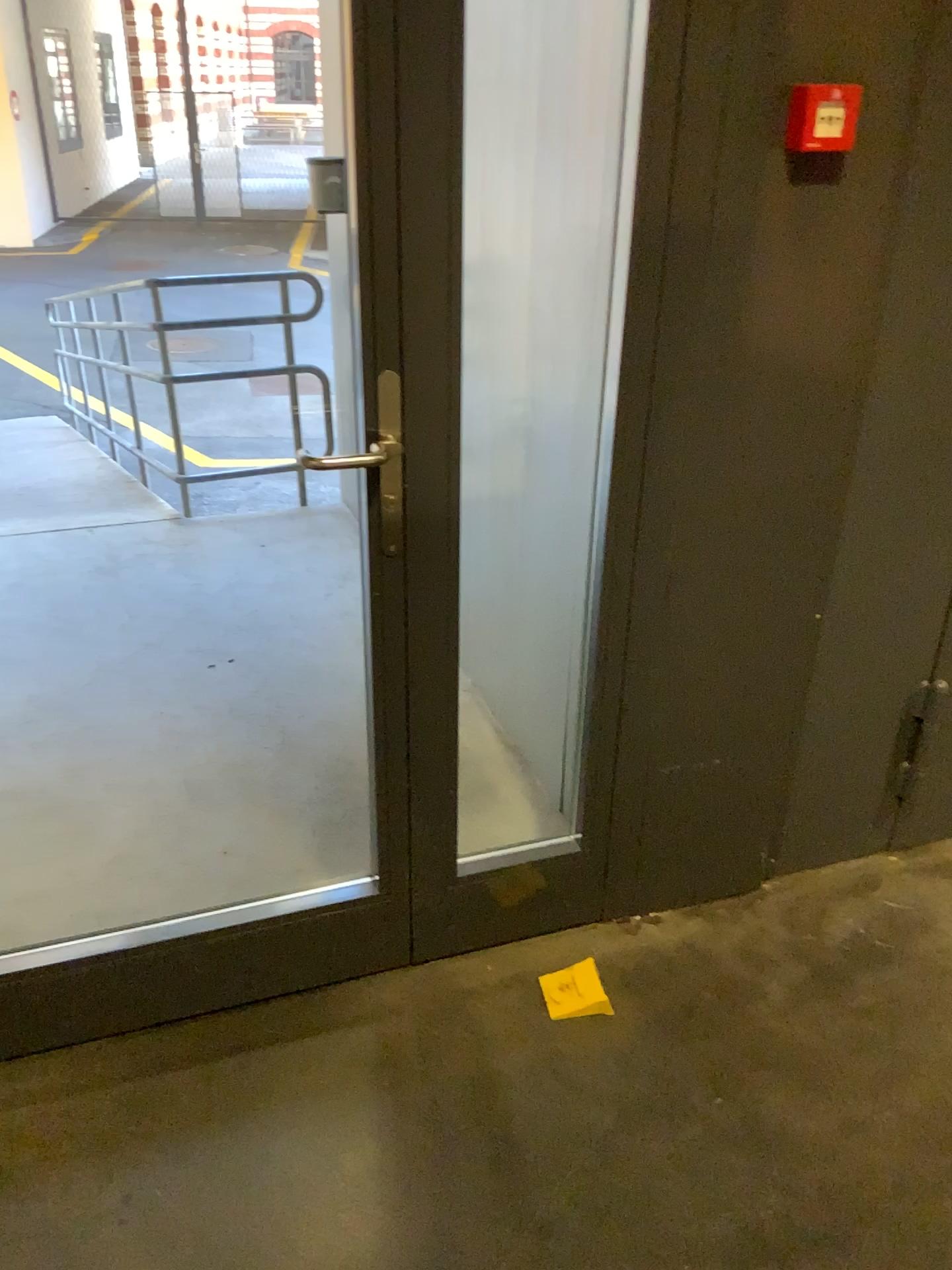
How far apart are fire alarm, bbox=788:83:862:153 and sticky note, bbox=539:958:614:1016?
1.47m

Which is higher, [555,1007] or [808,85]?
[808,85]

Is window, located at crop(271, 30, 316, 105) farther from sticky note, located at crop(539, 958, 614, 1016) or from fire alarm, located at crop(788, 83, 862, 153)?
sticky note, located at crop(539, 958, 614, 1016)

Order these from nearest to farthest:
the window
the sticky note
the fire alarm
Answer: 1. the fire alarm
2. the sticky note
3. the window

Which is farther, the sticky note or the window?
the window

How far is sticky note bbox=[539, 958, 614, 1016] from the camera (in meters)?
1.94

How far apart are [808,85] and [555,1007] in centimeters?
158cm

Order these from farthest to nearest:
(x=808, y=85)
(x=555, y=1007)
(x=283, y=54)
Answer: (x=283, y=54) → (x=555, y=1007) → (x=808, y=85)

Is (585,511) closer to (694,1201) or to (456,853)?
(456,853)

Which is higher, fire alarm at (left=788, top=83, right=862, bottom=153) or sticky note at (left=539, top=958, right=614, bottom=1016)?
fire alarm at (left=788, top=83, right=862, bottom=153)
